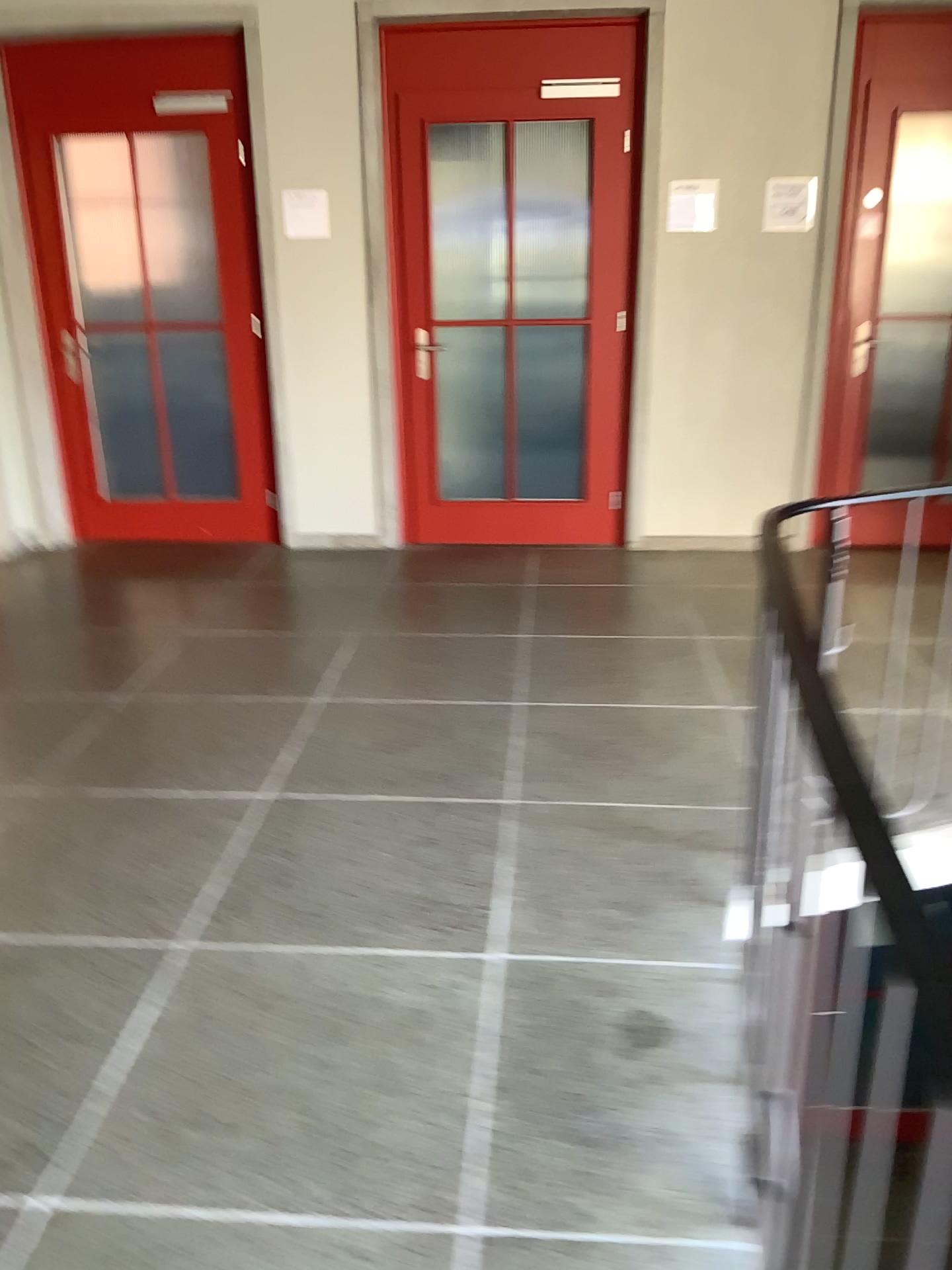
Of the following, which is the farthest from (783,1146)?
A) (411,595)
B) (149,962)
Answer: (411,595)
